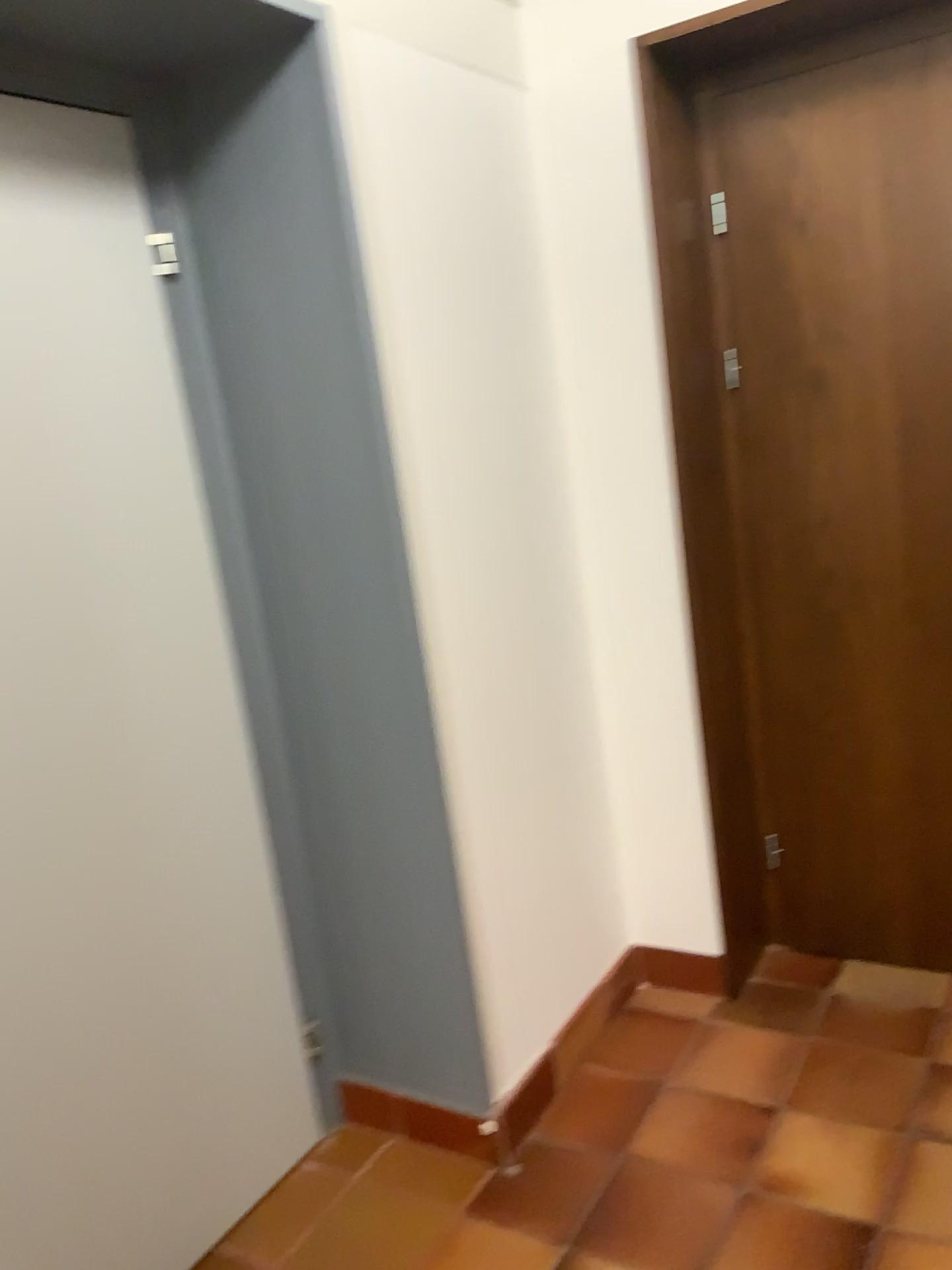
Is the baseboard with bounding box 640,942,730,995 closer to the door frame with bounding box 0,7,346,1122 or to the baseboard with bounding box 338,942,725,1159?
the baseboard with bounding box 338,942,725,1159

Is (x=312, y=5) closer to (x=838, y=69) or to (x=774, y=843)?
(x=838, y=69)

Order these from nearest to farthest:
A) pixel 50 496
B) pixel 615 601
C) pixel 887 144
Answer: pixel 50 496 < pixel 887 144 < pixel 615 601

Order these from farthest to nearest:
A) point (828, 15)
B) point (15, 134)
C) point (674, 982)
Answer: point (674, 982)
point (828, 15)
point (15, 134)

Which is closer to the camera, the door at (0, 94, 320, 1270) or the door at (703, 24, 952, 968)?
the door at (0, 94, 320, 1270)

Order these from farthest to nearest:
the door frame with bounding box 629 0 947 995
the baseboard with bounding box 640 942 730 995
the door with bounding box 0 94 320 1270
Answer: the baseboard with bounding box 640 942 730 995, the door frame with bounding box 629 0 947 995, the door with bounding box 0 94 320 1270

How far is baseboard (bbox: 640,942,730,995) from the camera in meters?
2.7 m

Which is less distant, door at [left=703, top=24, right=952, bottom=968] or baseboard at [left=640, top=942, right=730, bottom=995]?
door at [left=703, top=24, right=952, bottom=968]

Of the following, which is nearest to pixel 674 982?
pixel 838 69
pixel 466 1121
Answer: pixel 466 1121

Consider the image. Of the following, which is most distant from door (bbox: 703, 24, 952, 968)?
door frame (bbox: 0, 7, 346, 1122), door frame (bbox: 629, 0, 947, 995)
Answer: door frame (bbox: 0, 7, 346, 1122)
